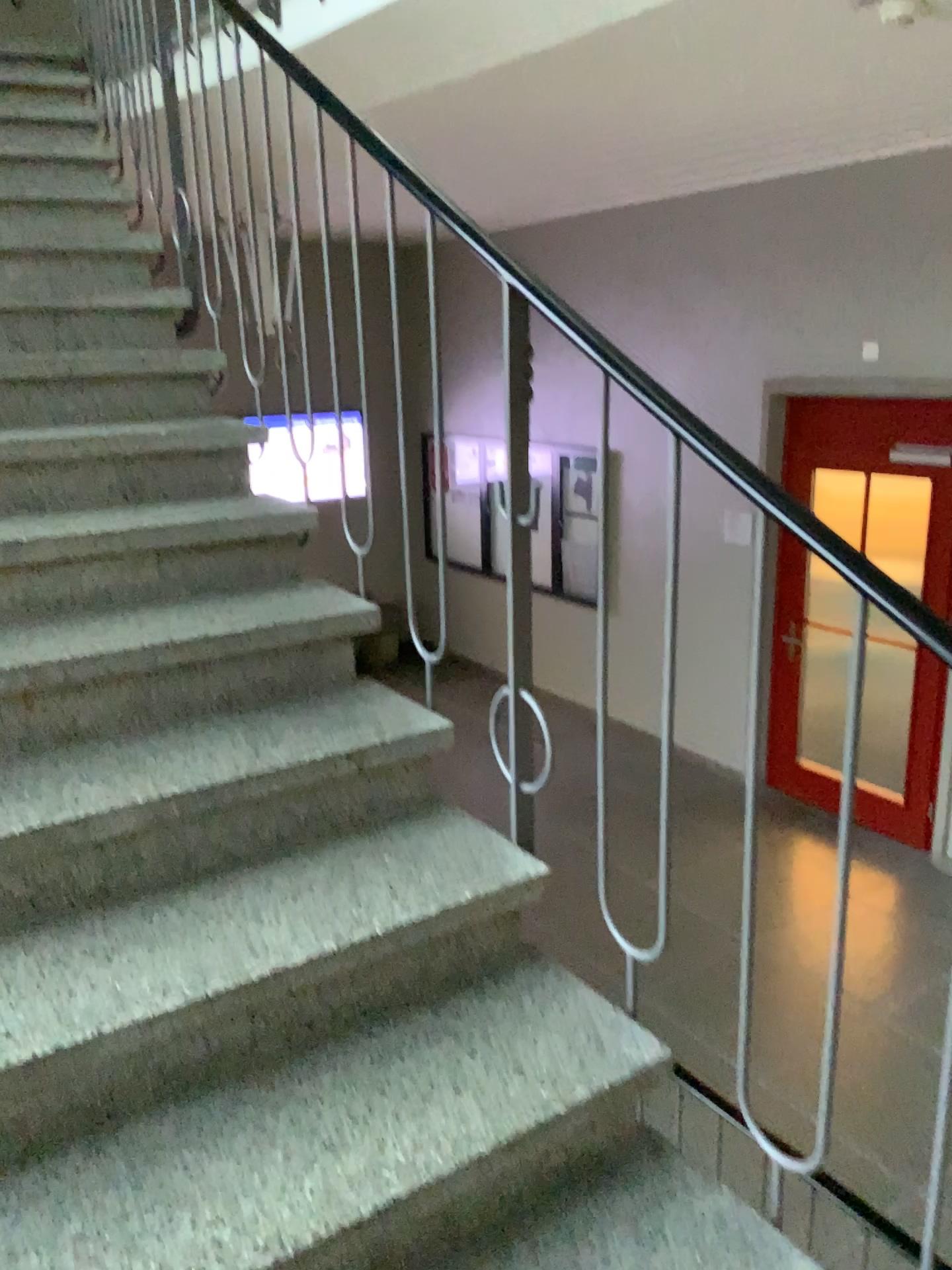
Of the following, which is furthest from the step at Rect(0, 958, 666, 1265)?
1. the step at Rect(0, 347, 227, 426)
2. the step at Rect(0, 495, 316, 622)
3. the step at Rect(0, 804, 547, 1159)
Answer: the step at Rect(0, 347, 227, 426)

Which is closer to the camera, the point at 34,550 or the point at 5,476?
the point at 34,550

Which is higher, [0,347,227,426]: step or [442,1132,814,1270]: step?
[0,347,227,426]: step

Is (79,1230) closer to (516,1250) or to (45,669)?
(516,1250)

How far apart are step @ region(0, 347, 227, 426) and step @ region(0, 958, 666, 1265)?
1.62m

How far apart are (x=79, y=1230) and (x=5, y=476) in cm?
164

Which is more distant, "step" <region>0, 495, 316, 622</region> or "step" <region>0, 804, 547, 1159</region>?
"step" <region>0, 495, 316, 622</region>

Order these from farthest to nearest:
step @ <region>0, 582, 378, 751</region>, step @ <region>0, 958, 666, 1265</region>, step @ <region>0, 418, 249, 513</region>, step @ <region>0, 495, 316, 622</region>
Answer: step @ <region>0, 418, 249, 513</region>, step @ <region>0, 495, 316, 622</region>, step @ <region>0, 582, 378, 751</region>, step @ <region>0, 958, 666, 1265</region>

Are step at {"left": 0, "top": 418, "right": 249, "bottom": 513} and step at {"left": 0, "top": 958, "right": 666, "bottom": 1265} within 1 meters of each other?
no

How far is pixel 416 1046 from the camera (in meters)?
1.55
